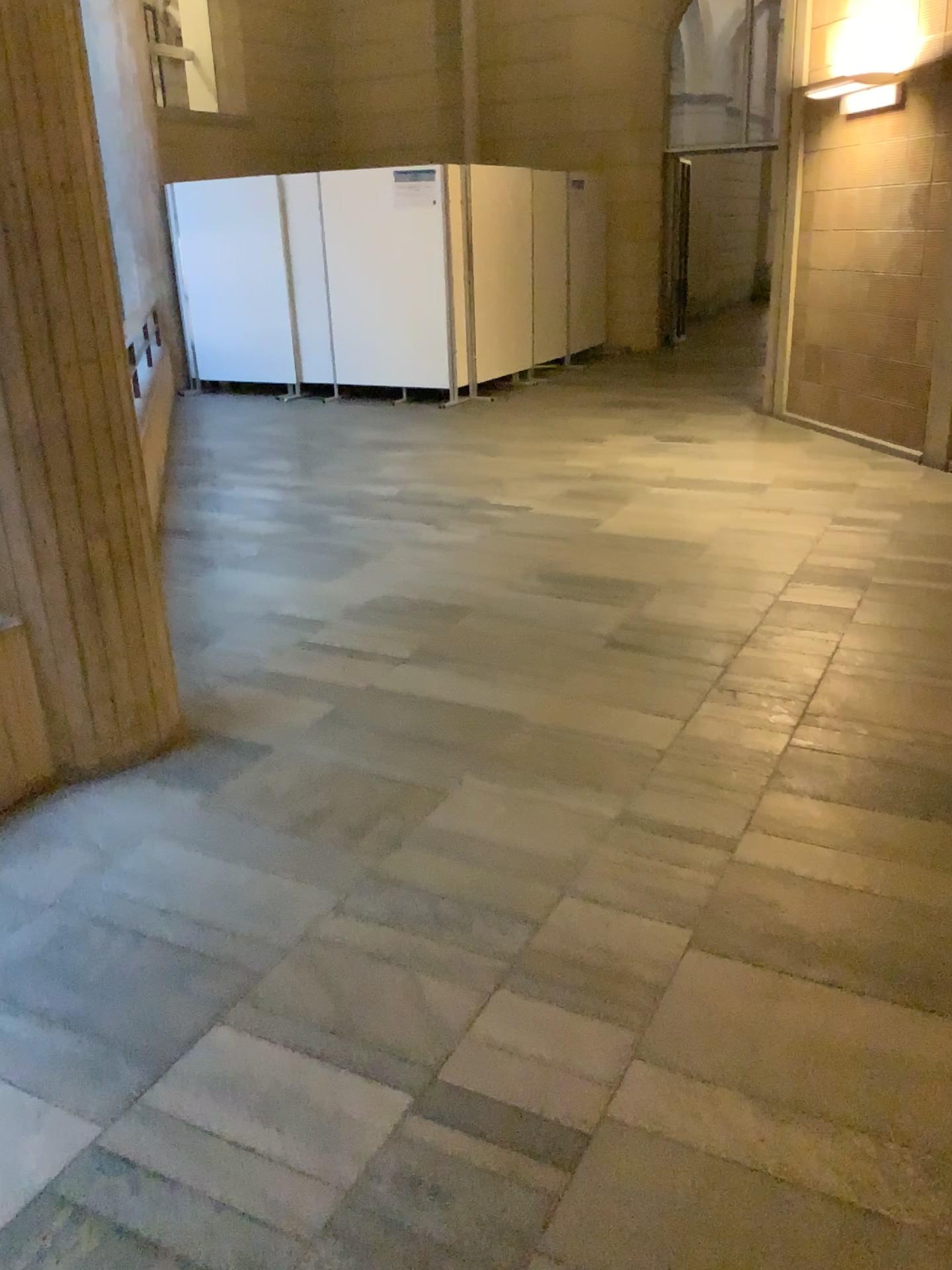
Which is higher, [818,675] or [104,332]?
[104,332]
